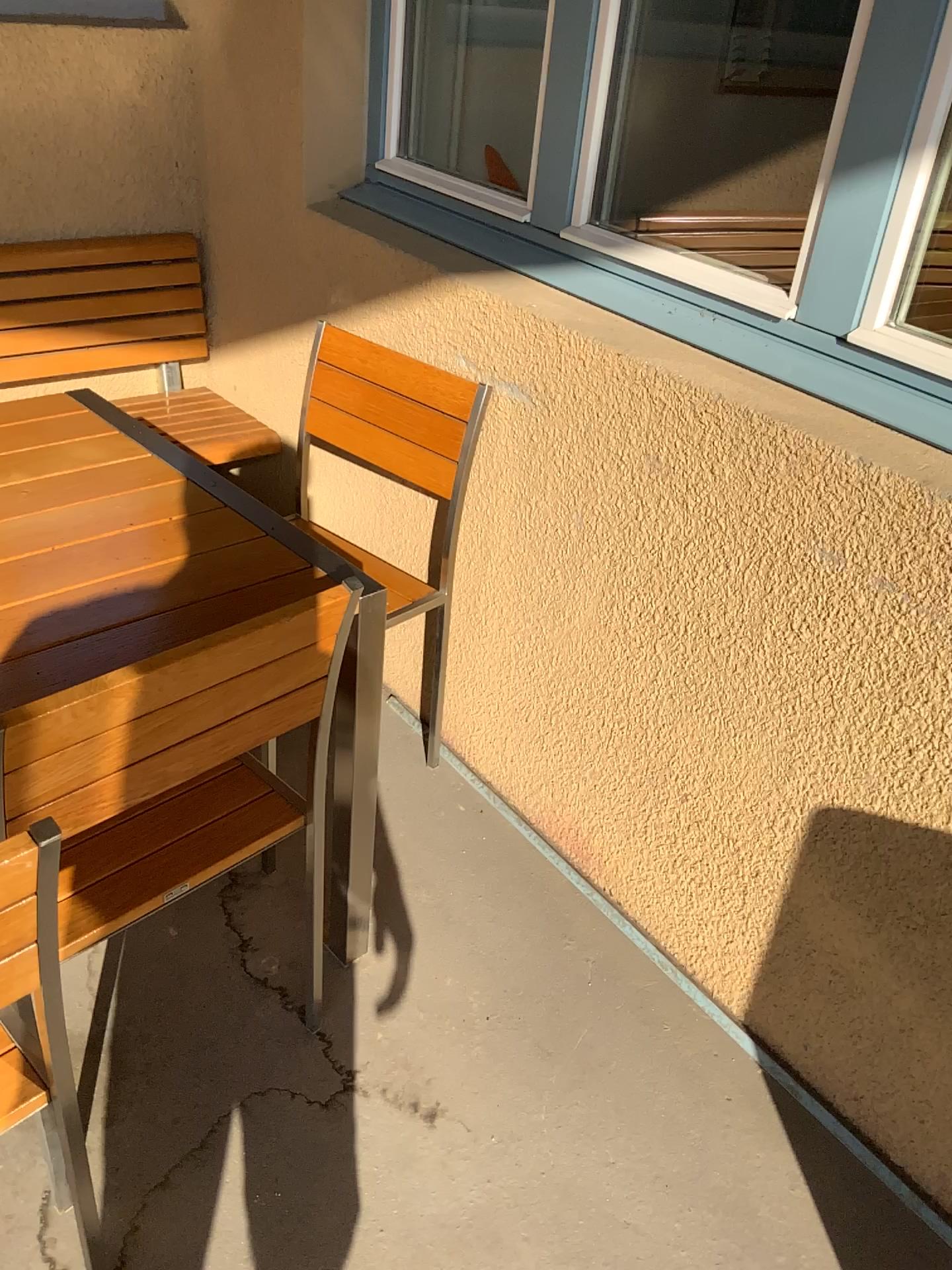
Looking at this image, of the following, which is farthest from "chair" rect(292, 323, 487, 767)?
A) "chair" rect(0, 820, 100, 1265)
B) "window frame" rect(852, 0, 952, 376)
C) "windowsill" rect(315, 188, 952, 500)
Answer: "chair" rect(0, 820, 100, 1265)

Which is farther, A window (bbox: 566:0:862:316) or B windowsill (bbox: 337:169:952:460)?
A window (bbox: 566:0:862:316)

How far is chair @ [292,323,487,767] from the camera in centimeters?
194cm

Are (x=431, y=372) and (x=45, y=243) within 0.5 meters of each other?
no

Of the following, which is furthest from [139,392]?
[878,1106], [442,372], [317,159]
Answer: [878,1106]

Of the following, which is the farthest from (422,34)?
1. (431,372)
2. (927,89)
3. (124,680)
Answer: (124,680)

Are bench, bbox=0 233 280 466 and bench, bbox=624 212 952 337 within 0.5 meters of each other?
no

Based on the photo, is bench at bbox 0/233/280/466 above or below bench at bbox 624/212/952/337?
below

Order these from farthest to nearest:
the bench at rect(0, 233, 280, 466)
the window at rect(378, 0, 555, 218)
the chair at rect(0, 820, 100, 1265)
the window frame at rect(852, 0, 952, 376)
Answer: the bench at rect(0, 233, 280, 466) → the window at rect(378, 0, 555, 218) → the window frame at rect(852, 0, 952, 376) → the chair at rect(0, 820, 100, 1265)

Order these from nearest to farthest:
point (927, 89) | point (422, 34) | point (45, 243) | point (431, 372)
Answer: point (927, 89) < point (431, 372) < point (422, 34) < point (45, 243)
